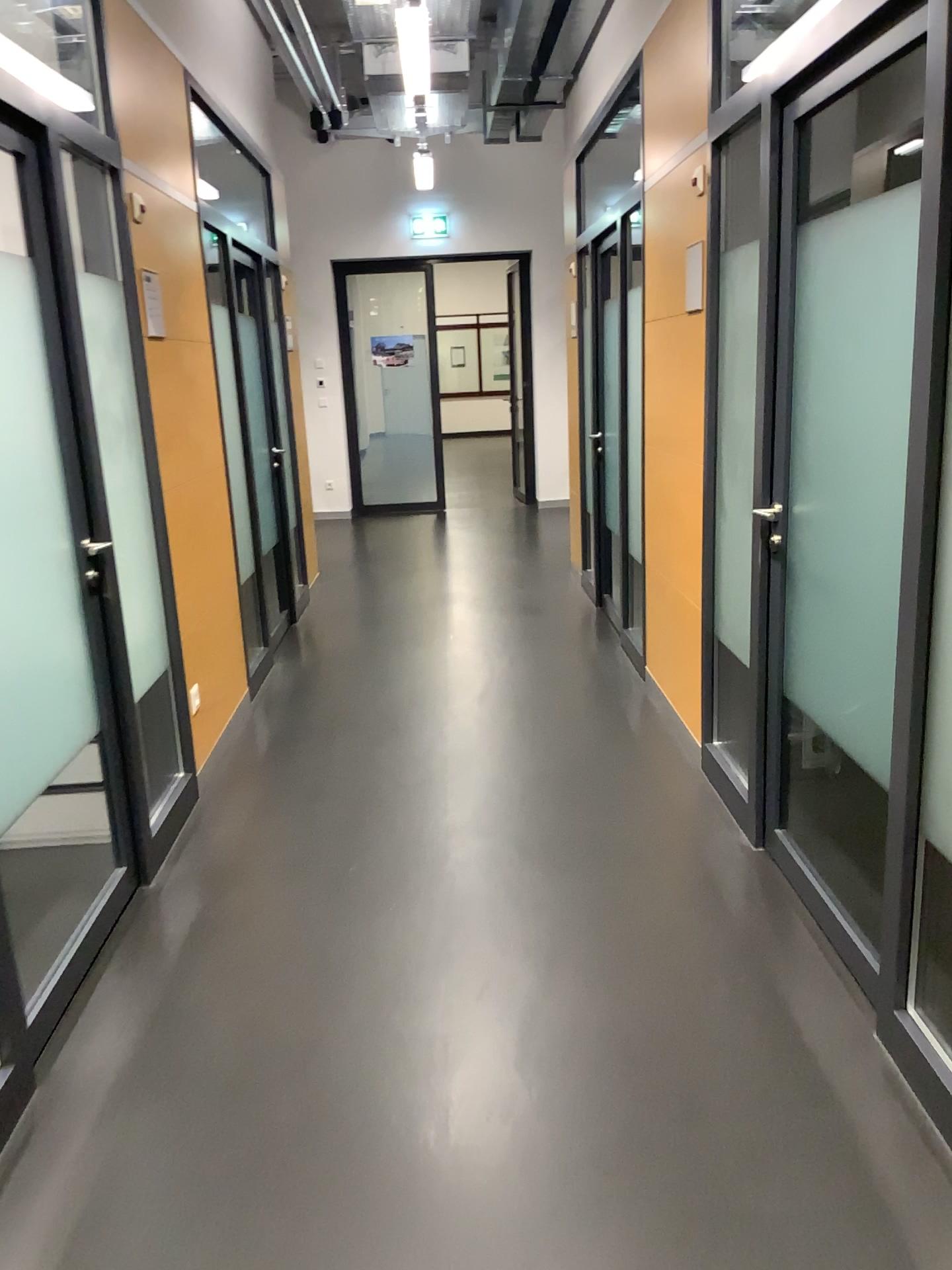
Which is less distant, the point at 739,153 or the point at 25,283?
the point at 25,283

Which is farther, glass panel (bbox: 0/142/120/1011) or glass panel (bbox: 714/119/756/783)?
glass panel (bbox: 714/119/756/783)

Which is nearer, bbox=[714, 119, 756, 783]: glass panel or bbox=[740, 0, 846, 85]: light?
bbox=[740, 0, 846, 85]: light

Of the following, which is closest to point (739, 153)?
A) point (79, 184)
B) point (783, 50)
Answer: point (783, 50)

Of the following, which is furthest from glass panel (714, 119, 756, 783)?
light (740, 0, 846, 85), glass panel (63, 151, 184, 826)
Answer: glass panel (63, 151, 184, 826)

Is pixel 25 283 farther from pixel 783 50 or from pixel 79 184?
pixel 783 50

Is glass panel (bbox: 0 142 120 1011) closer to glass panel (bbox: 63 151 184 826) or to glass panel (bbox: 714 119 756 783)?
glass panel (bbox: 63 151 184 826)

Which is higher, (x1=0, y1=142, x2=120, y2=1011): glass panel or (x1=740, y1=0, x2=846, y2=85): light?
(x1=740, y1=0, x2=846, y2=85): light

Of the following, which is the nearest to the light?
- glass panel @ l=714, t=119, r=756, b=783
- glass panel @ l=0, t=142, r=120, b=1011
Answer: glass panel @ l=714, t=119, r=756, b=783

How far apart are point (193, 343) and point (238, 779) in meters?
1.7
